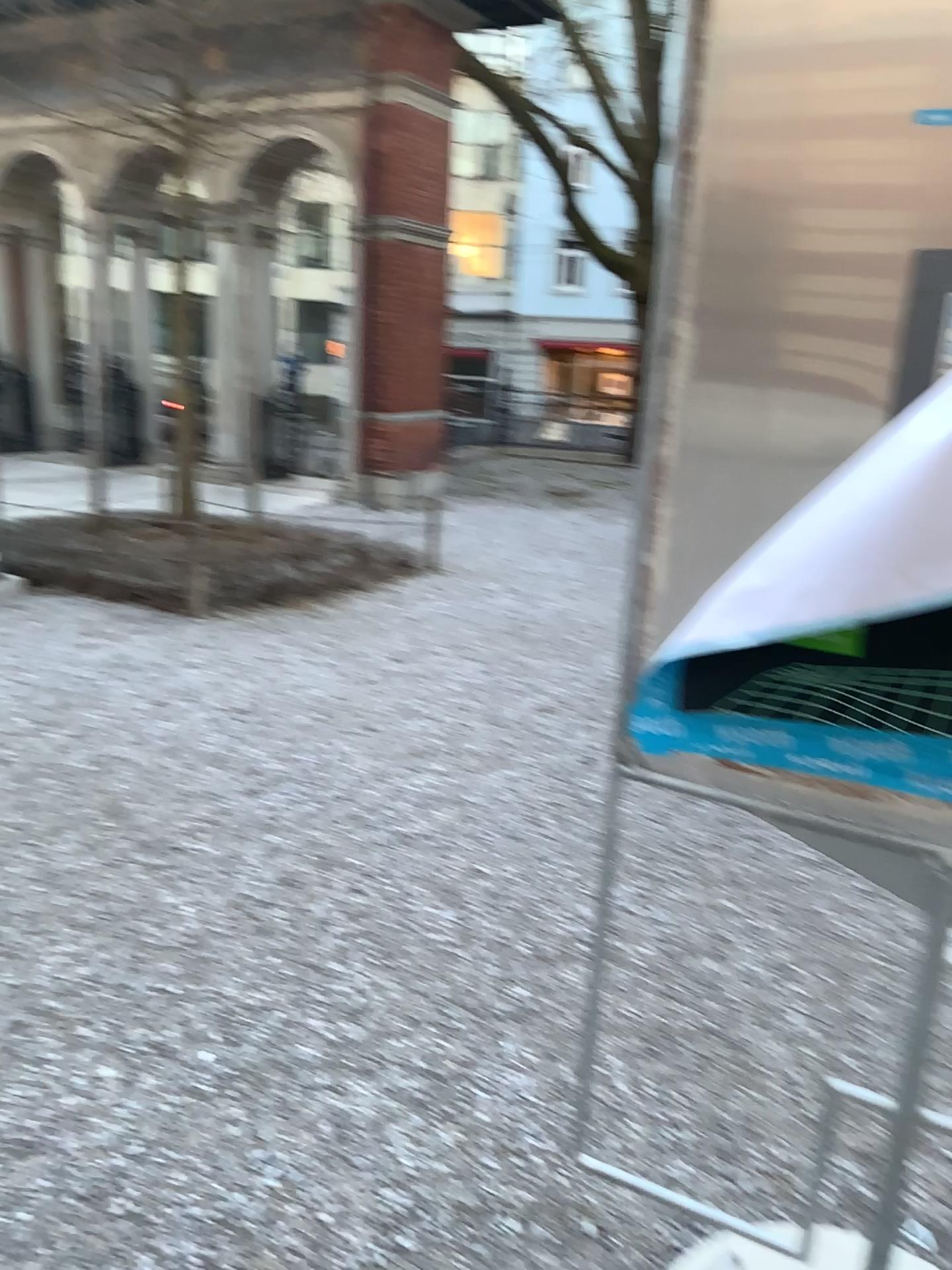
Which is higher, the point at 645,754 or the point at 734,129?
the point at 734,129
